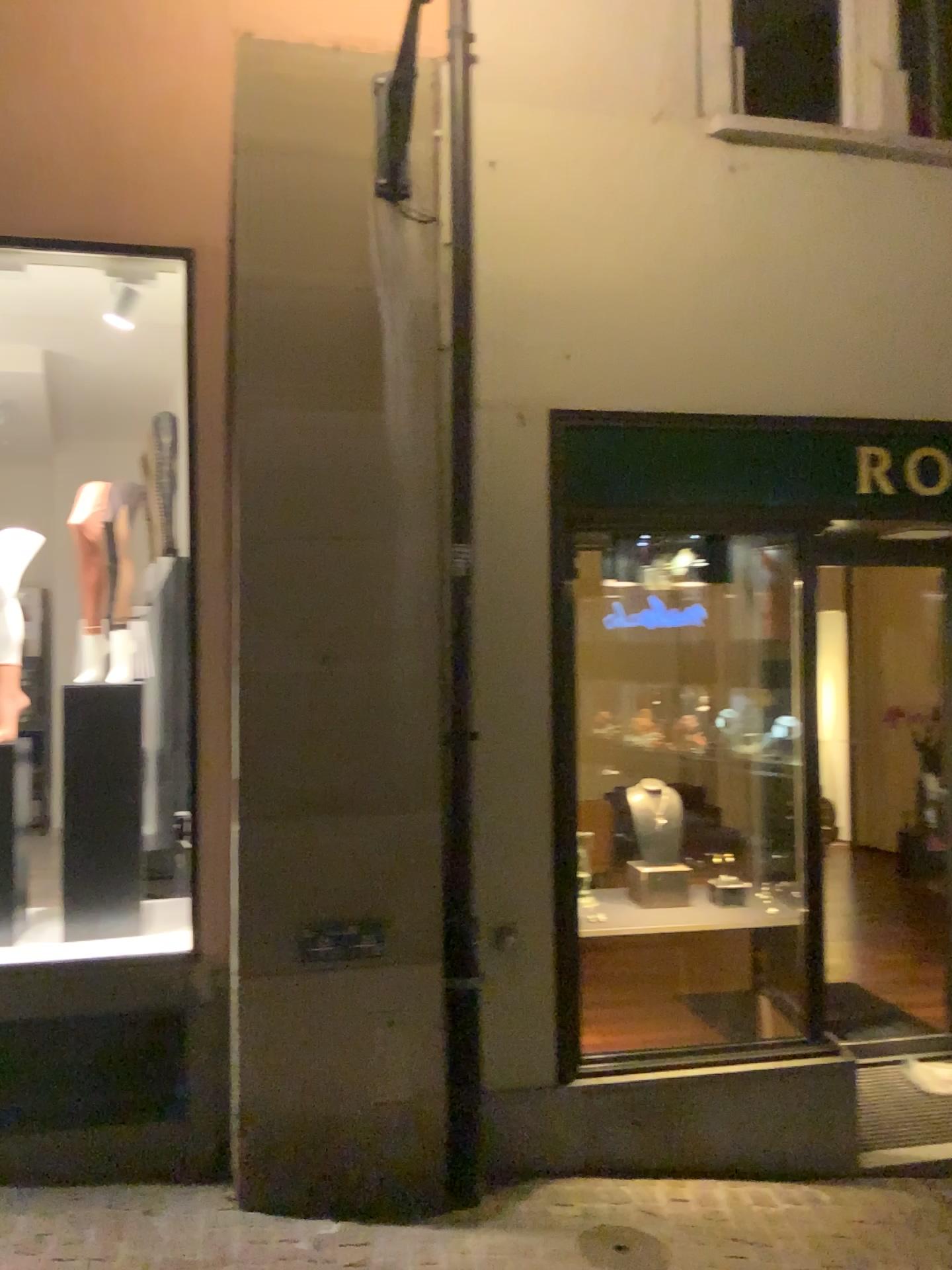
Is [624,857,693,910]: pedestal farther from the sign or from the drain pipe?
the sign

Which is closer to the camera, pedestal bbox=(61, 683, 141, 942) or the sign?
pedestal bbox=(61, 683, 141, 942)

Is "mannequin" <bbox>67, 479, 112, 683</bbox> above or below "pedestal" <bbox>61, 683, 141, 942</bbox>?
above

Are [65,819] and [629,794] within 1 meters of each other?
no

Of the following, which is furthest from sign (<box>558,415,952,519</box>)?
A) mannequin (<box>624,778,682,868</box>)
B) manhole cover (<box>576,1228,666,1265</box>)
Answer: manhole cover (<box>576,1228,666,1265</box>)

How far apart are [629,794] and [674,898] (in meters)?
0.48

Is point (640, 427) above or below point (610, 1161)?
above

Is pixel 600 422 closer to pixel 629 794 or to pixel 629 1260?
pixel 629 794

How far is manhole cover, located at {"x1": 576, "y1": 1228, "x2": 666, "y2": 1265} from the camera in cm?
326

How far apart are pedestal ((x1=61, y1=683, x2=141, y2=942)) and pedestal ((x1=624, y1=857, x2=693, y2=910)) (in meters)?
2.05
